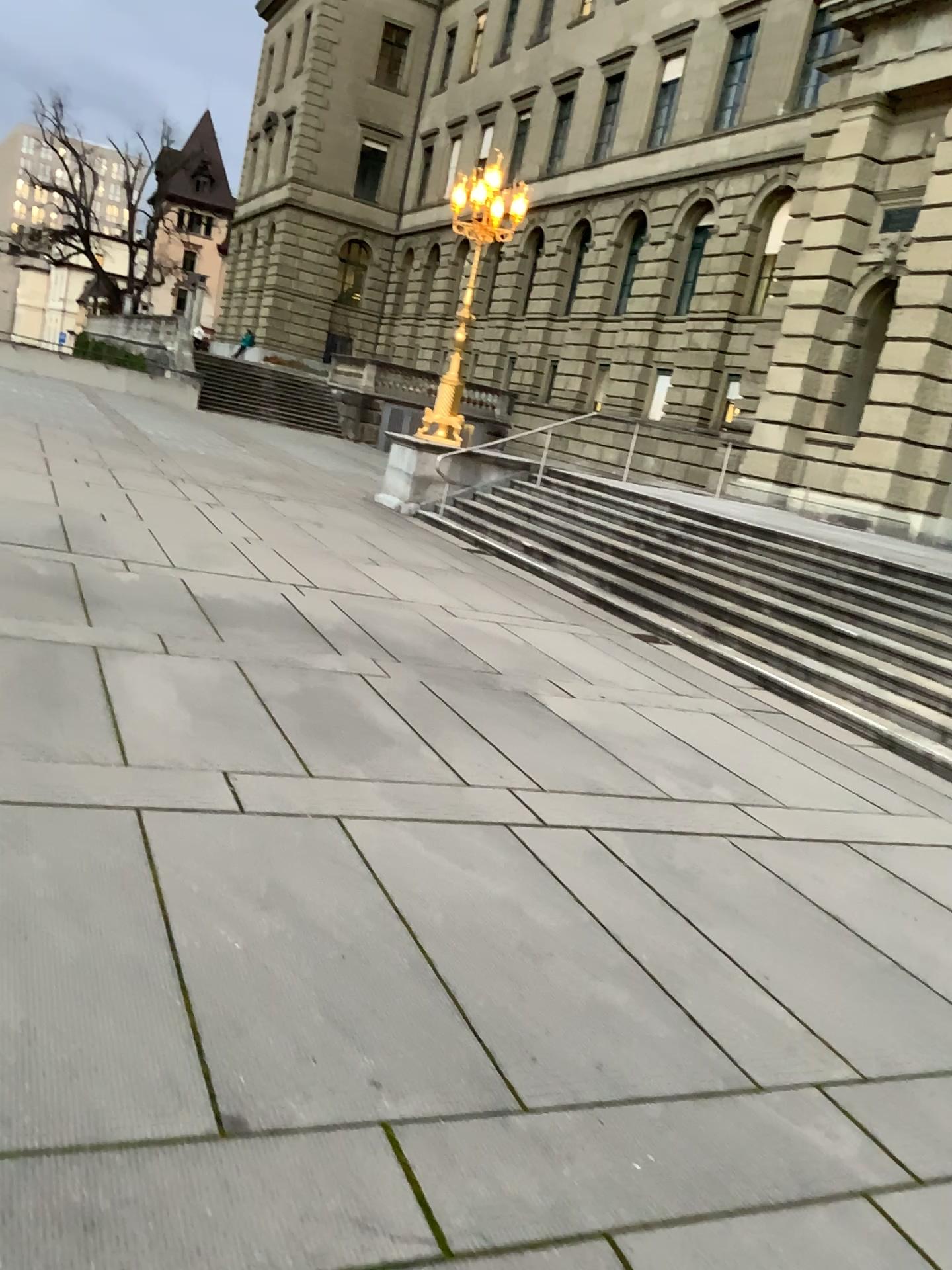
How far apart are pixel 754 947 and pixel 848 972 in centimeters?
35cm
